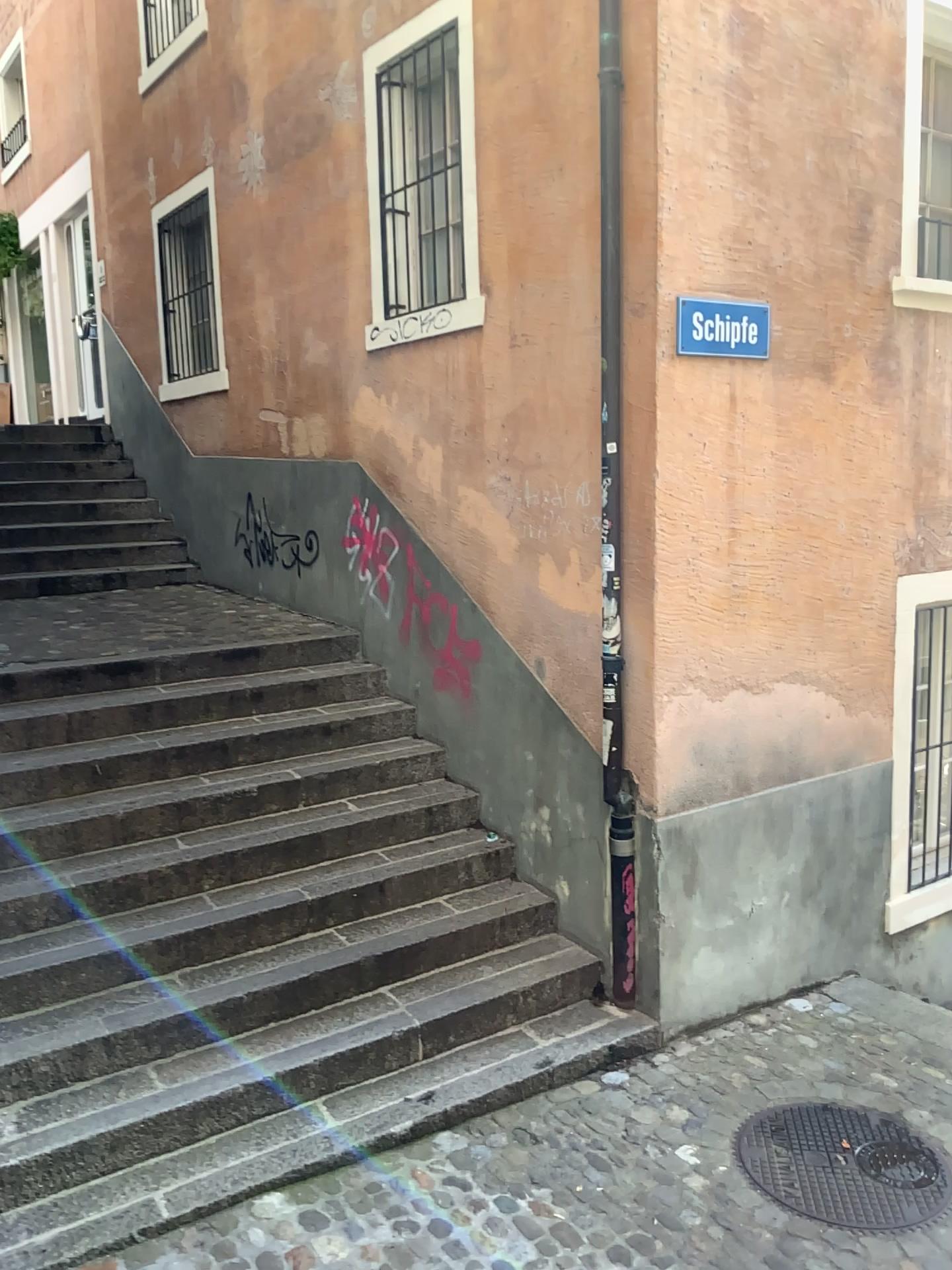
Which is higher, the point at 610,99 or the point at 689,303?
the point at 610,99

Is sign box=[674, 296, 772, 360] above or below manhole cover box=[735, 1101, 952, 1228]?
above

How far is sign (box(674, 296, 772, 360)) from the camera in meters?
4.1

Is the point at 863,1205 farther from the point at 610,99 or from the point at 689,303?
the point at 610,99

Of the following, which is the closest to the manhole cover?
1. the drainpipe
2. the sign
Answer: the drainpipe

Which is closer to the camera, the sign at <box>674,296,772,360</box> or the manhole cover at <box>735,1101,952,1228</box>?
the manhole cover at <box>735,1101,952,1228</box>

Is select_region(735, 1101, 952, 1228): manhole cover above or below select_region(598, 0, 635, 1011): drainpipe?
below

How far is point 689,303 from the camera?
4.1 meters

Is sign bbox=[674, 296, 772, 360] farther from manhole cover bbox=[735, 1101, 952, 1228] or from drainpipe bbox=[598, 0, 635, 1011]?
manhole cover bbox=[735, 1101, 952, 1228]

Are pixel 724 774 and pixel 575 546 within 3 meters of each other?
yes
